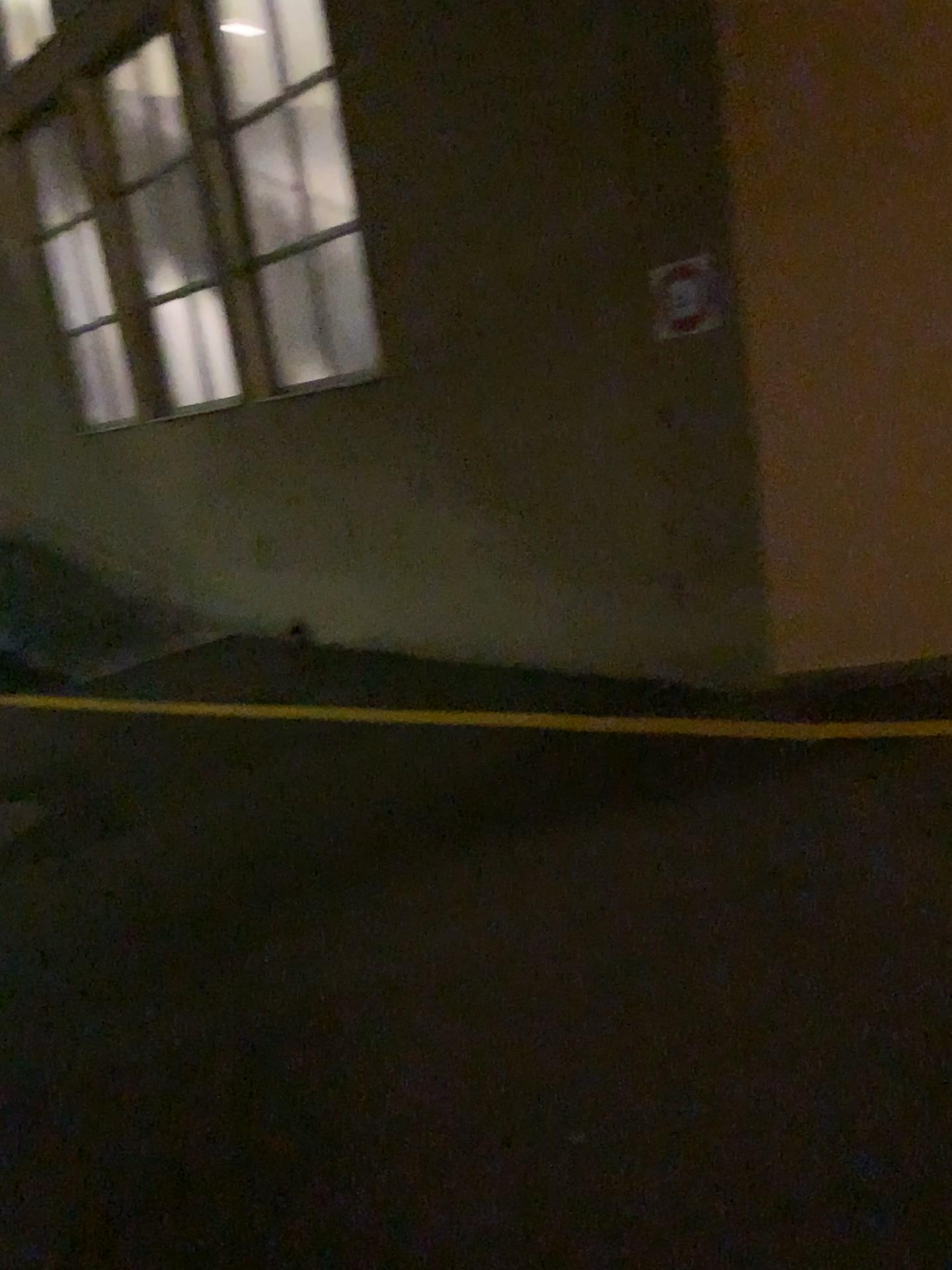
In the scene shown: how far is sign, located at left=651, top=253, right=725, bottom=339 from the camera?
4.27m

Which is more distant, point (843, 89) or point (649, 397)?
point (649, 397)

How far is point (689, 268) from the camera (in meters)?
4.27
